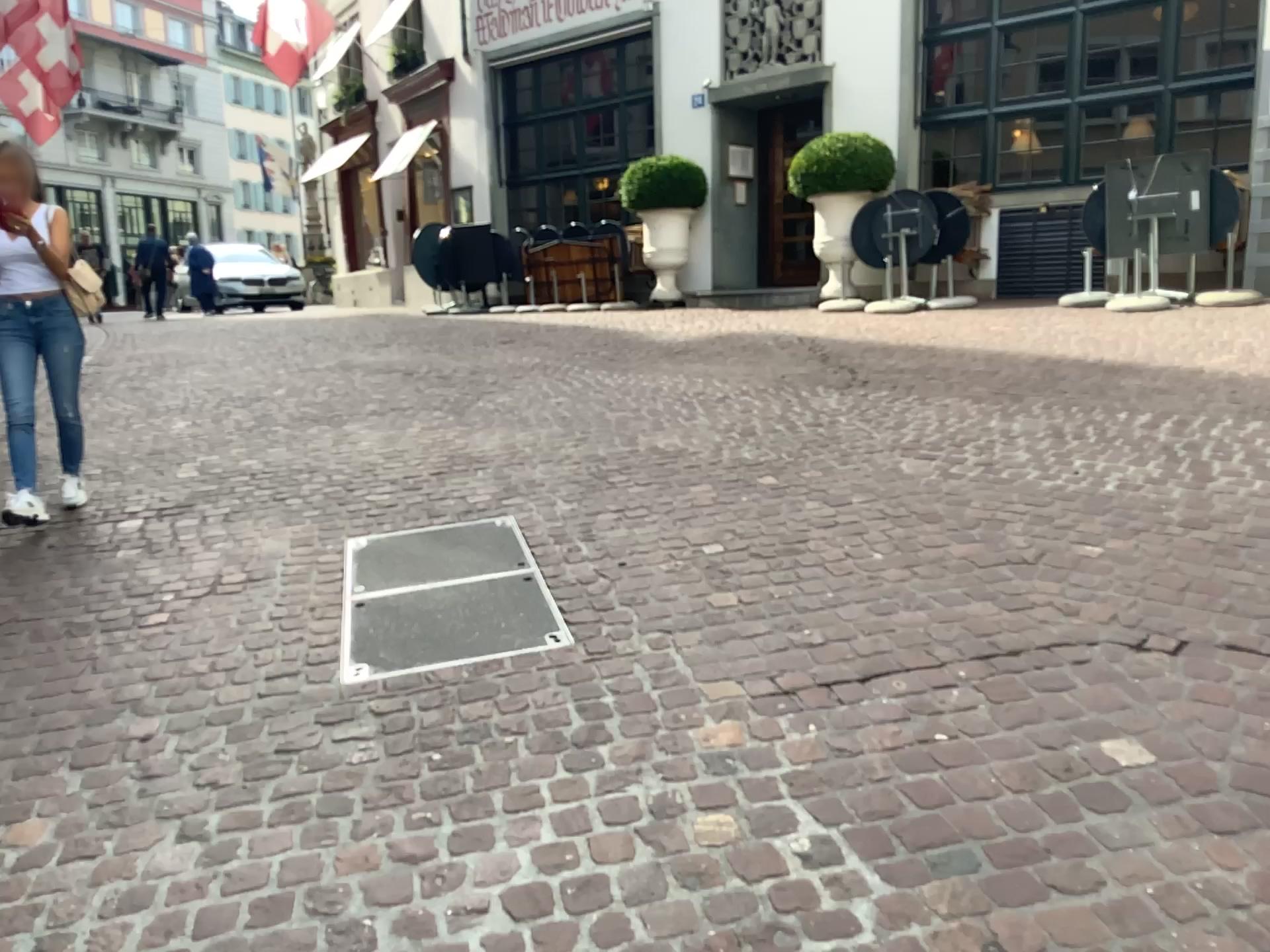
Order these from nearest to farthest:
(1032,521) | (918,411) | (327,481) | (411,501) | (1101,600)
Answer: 1. (1101,600)
2. (1032,521)
3. (411,501)
4. (327,481)
5. (918,411)
